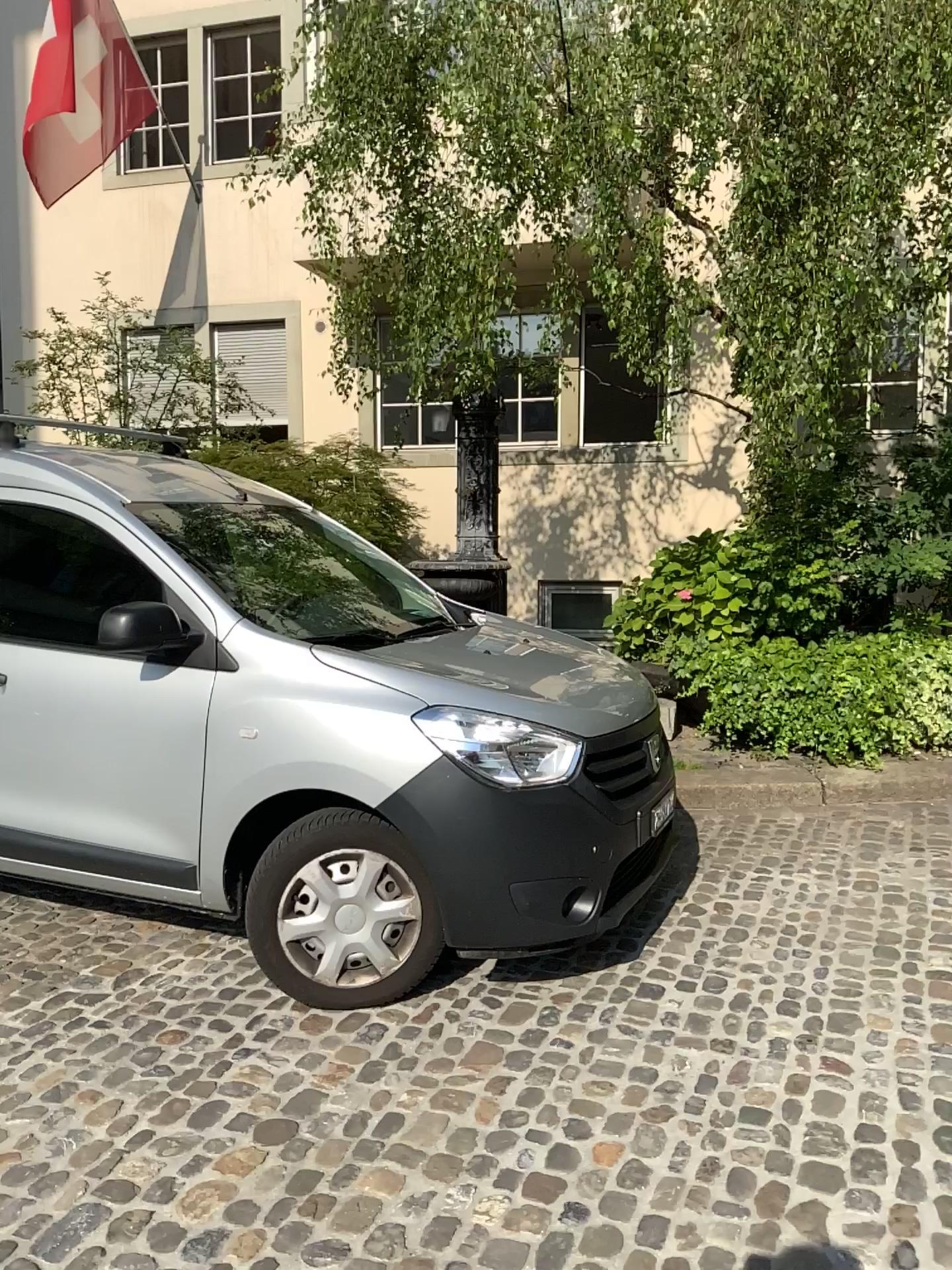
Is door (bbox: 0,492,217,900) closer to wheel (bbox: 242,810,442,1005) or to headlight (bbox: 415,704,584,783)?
wheel (bbox: 242,810,442,1005)

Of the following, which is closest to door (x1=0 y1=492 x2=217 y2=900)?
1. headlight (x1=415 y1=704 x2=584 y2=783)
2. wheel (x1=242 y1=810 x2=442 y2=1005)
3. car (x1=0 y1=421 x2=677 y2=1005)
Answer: car (x1=0 y1=421 x2=677 y2=1005)

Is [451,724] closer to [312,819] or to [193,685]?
[312,819]

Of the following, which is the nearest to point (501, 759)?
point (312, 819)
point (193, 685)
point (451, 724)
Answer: point (451, 724)

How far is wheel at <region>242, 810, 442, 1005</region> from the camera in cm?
308

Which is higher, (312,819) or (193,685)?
(193,685)

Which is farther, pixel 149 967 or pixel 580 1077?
pixel 149 967

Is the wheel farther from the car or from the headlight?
the headlight

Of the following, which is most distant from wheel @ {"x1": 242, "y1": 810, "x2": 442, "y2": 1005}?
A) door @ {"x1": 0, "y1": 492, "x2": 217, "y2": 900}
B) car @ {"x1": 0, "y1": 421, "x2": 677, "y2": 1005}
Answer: door @ {"x1": 0, "y1": 492, "x2": 217, "y2": 900}

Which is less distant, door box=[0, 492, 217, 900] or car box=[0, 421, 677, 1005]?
car box=[0, 421, 677, 1005]
